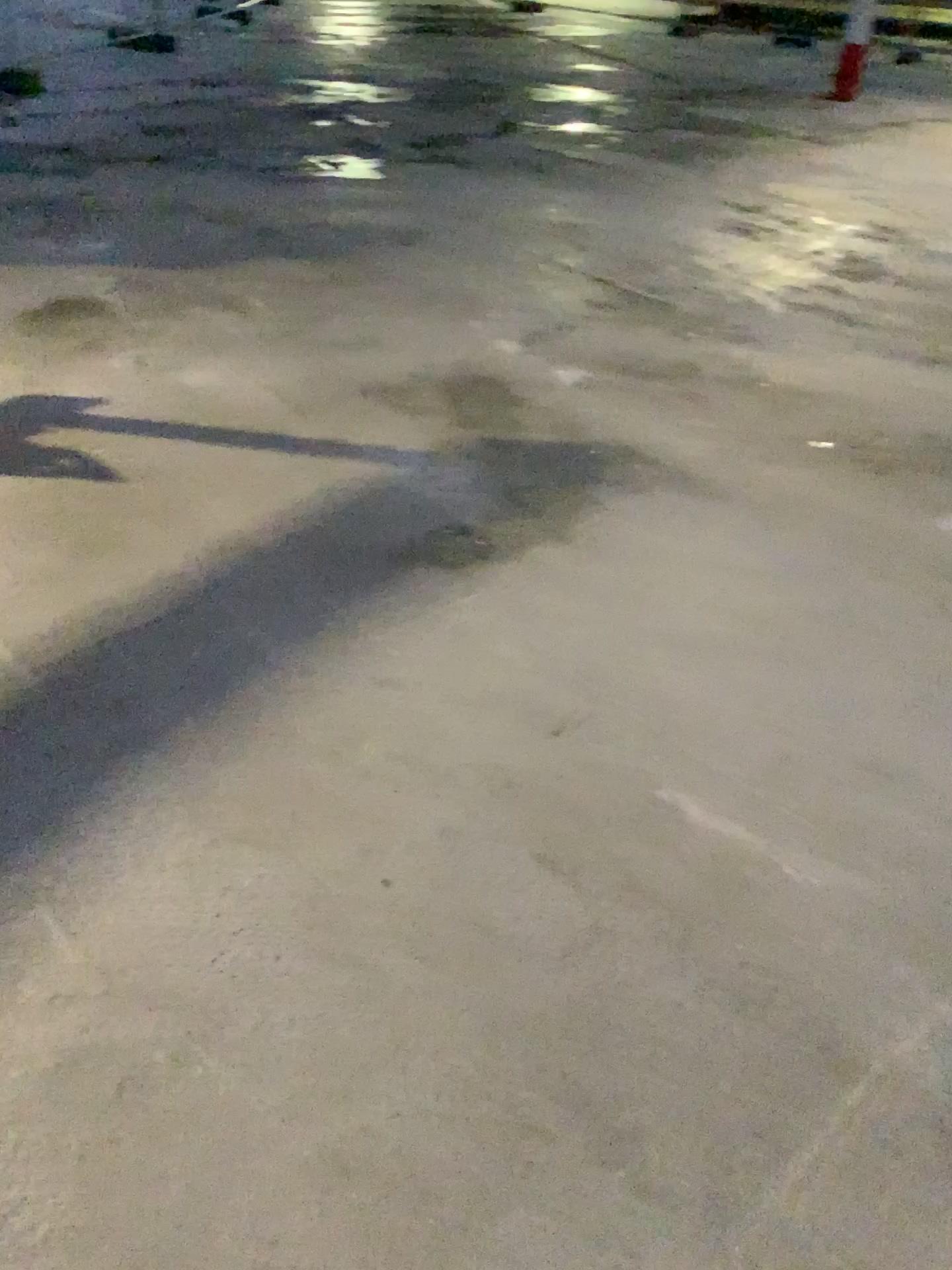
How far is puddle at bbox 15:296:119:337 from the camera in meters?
3.8

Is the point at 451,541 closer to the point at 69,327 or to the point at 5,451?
the point at 5,451

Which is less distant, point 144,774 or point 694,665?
point 144,774

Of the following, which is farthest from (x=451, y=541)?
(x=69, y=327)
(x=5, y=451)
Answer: (x=69, y=327)

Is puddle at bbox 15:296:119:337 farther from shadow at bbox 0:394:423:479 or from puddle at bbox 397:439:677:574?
puddle at bbox 397:439:677:574

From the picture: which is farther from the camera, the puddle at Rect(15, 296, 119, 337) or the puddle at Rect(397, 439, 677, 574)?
the puddle at Rect(15, 296, 119, 337)

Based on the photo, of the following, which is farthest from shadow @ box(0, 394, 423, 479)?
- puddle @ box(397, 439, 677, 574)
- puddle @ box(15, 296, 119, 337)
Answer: puddle @ box(15, 296, 119, 337)

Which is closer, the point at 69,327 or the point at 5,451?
the point at 5,451

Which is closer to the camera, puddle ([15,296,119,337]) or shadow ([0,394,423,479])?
shadow ([0,394,423,479])
